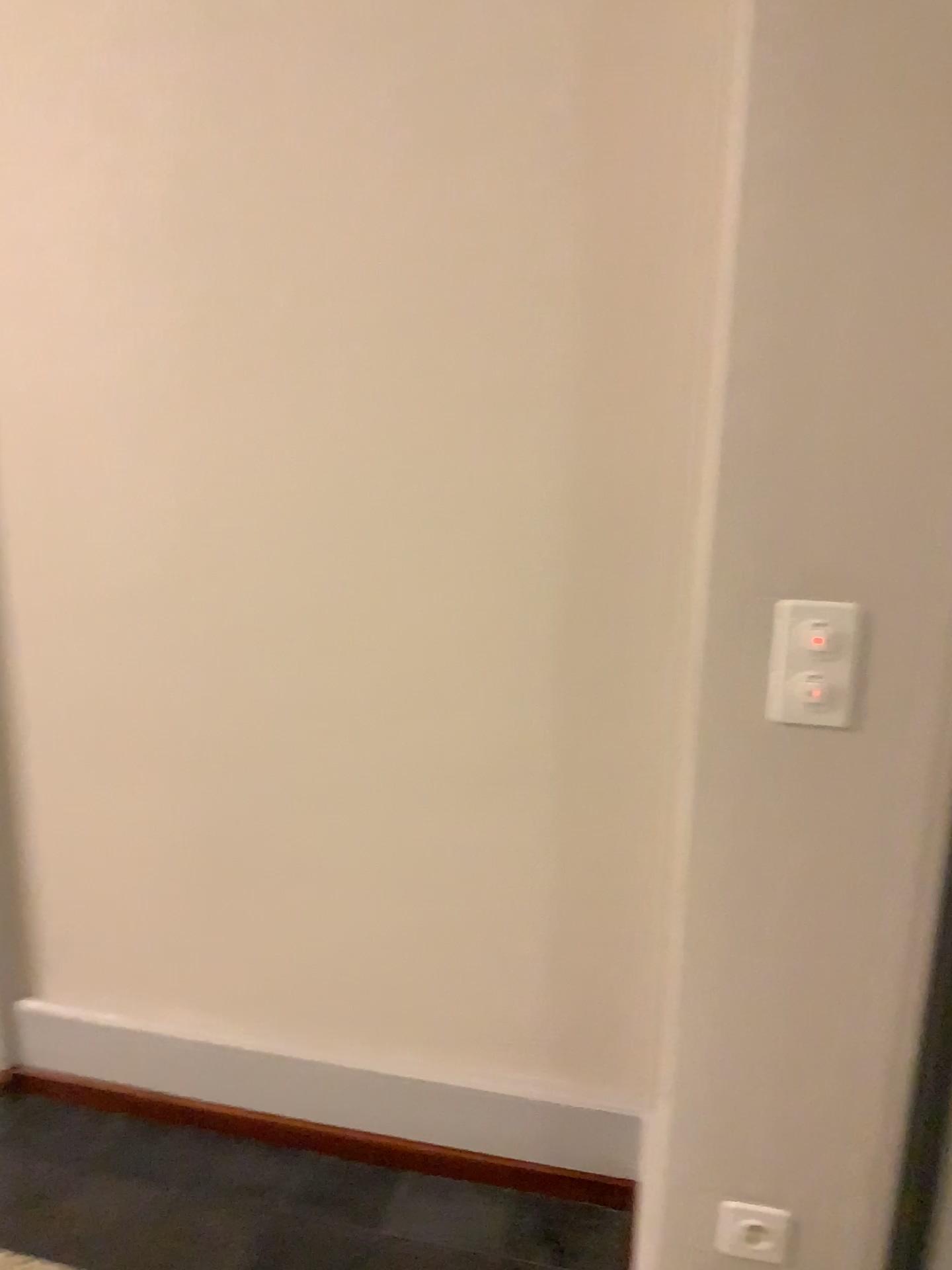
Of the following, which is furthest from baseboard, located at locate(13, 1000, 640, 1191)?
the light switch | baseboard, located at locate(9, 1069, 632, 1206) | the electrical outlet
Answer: the light switch

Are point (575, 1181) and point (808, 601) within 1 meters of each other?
no

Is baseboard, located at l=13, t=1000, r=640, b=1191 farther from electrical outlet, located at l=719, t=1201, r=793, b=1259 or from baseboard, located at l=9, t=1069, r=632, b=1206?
electrical outlet, located at l=719, t=1201, r=793, b=1259

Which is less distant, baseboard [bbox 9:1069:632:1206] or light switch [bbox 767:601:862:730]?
light switch [bbox 767:601:862:730]

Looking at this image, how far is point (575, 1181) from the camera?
1.9 meters

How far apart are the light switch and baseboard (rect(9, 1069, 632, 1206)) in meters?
1.1

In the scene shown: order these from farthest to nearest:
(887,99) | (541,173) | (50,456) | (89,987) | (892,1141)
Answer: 1. (89,987)
2. (50,456)
3. (541,173)
4. (892,1141)
5. (887,99)

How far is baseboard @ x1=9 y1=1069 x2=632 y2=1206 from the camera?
1.91m

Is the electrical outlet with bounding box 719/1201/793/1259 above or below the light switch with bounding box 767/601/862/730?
below

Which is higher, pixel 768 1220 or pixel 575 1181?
pixel 768 1220
